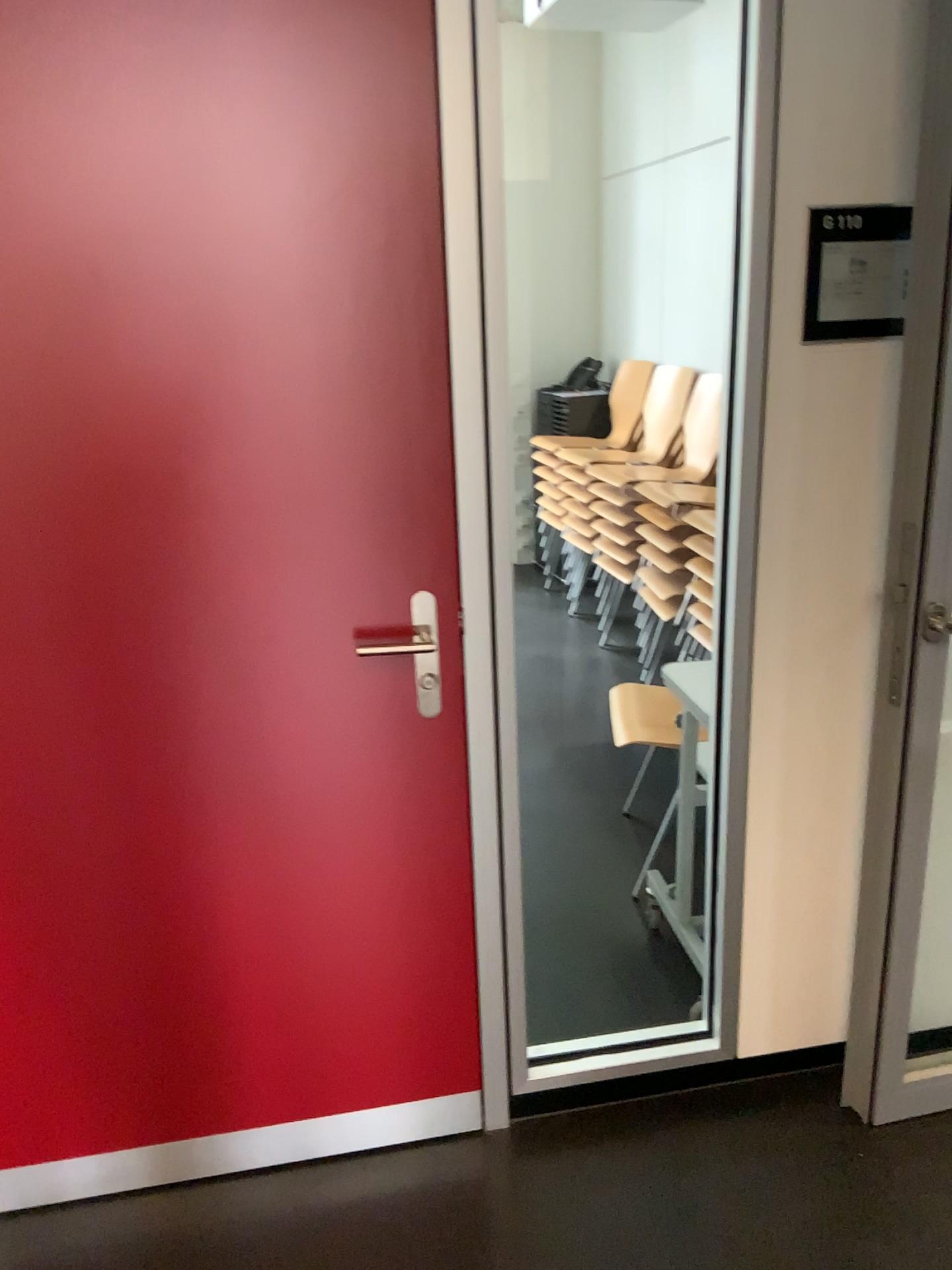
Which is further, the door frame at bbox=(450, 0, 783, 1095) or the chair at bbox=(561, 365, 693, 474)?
the chair at bbox=(561, 365, 693, 474)

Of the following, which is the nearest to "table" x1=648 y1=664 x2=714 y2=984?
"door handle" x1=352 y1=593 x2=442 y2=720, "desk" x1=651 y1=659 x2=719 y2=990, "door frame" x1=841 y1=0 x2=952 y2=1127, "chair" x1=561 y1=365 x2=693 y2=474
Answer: "desk" x1=651 y1=659 x2=719 y2=990

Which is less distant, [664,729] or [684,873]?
[684,873]

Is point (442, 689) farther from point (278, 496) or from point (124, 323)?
point (124, 323)

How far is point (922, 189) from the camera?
1.7 meters

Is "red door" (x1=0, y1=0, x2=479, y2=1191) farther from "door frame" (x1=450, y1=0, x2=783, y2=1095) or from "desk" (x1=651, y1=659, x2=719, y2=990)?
"desk" (x1=651, y1=659, x2=719, y2=990)

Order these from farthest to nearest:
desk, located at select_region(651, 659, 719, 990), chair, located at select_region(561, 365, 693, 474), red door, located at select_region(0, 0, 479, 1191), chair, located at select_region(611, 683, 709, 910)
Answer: chair, located at select_region(561, 365, 693, 474), chair, located at select_region(611, 683, 709, 910), desk, located at select_region(651, 659, 719, 990), red door, located at select_region(0, 0, 479, 1191)

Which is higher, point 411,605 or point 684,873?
point 411,605

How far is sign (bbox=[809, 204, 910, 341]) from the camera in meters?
1.7 m

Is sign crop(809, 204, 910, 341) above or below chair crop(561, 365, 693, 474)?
above
